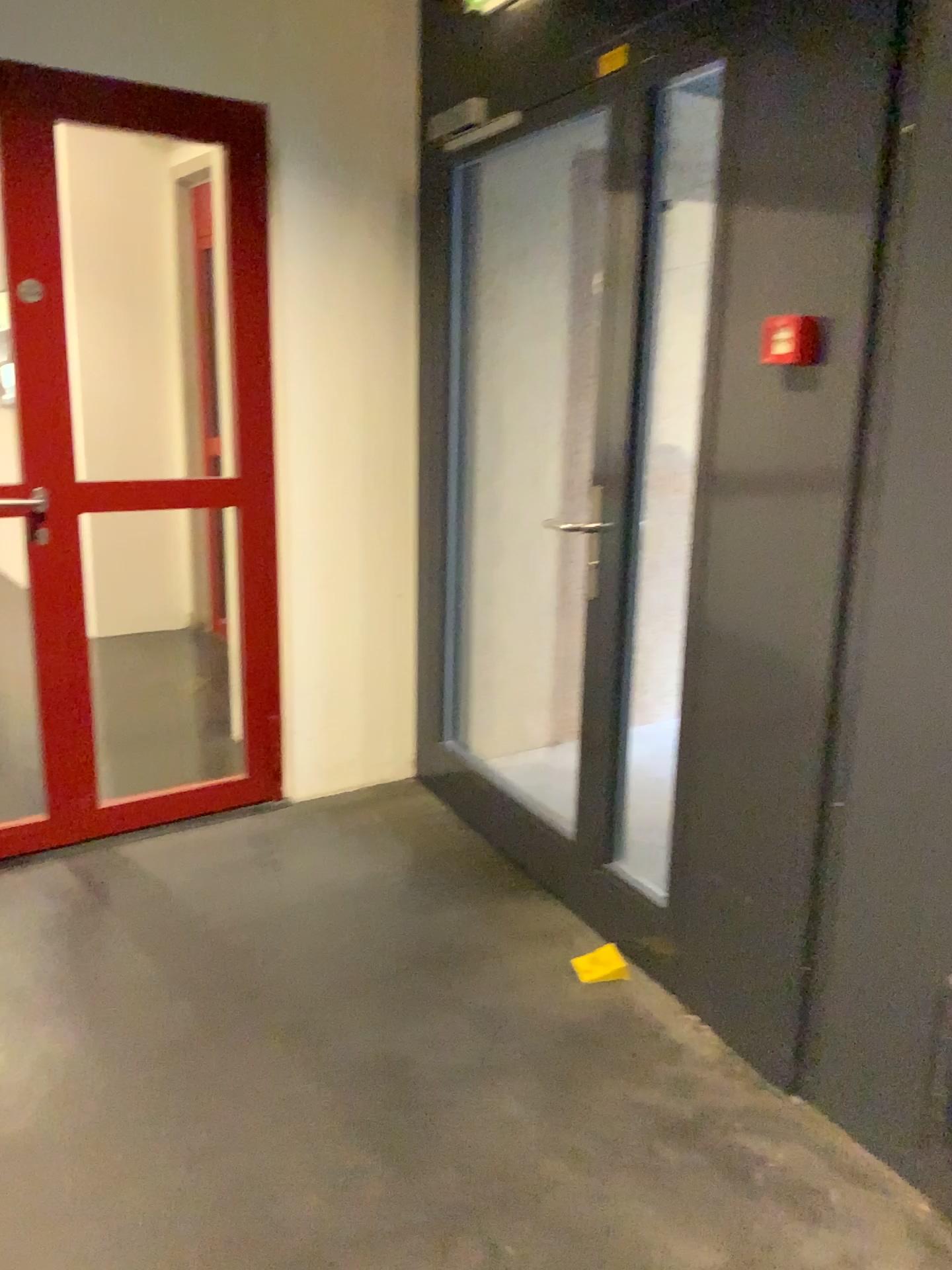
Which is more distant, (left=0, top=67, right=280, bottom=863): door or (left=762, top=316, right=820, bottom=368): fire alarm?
(left=0, top=67, right=280, bottom=863): door

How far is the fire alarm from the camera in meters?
2.0

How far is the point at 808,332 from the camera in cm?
198

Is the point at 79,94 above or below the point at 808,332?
above

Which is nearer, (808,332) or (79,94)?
(808,332)

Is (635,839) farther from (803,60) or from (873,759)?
(803,60)
